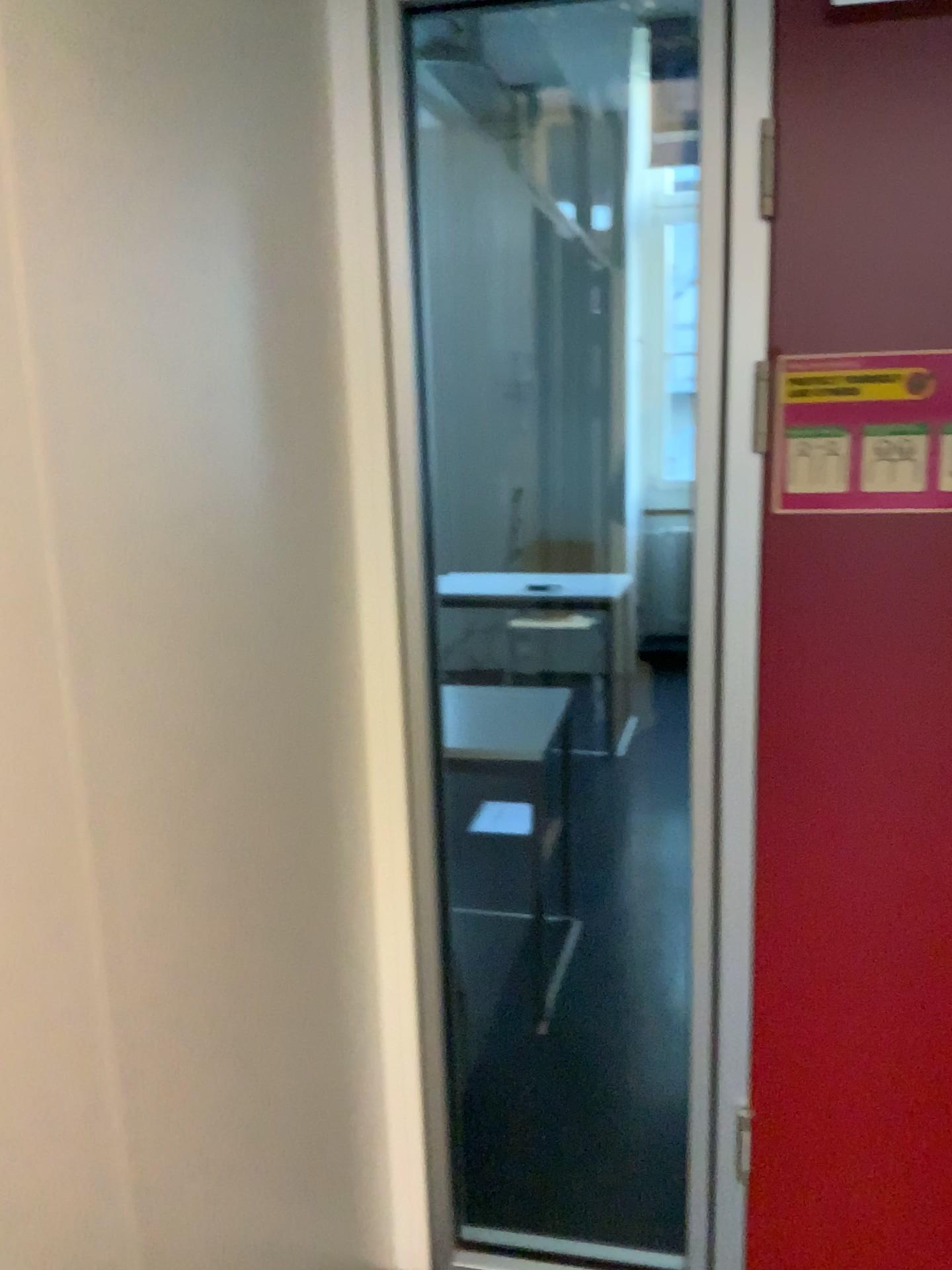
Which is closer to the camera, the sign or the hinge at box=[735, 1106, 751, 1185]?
the sign

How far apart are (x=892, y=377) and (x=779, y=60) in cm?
43

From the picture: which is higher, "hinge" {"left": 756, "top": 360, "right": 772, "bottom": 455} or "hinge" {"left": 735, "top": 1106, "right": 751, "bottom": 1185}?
"hinge" {"left": 756, "top": 360, "right": 772, "bottom": 455}

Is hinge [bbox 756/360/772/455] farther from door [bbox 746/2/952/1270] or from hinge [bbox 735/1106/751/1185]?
hinge [bbox 735/1106/751/1185]

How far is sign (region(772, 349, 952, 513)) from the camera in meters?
1.4 m

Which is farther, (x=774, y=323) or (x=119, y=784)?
(x=774, y=323)

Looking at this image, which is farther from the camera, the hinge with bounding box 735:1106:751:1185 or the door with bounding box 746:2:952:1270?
the hinge with bounding box 735:1106:751:1185

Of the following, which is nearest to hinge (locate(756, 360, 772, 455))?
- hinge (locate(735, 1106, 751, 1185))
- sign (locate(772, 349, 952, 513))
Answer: sign (locate(772, 349, 952, 513))

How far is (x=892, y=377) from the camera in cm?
139

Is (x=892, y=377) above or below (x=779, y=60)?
below
